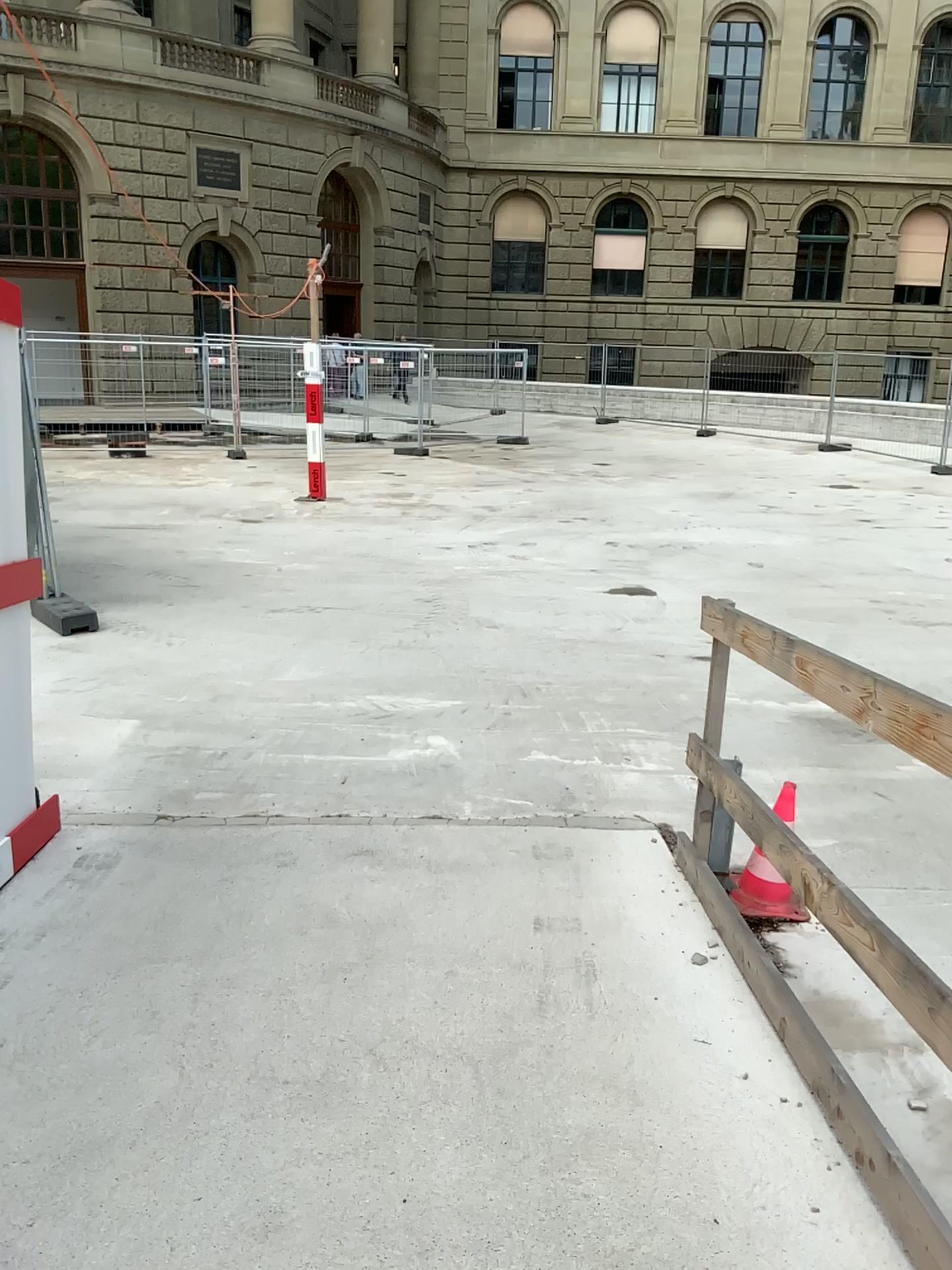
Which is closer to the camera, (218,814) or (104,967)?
(104,967)
